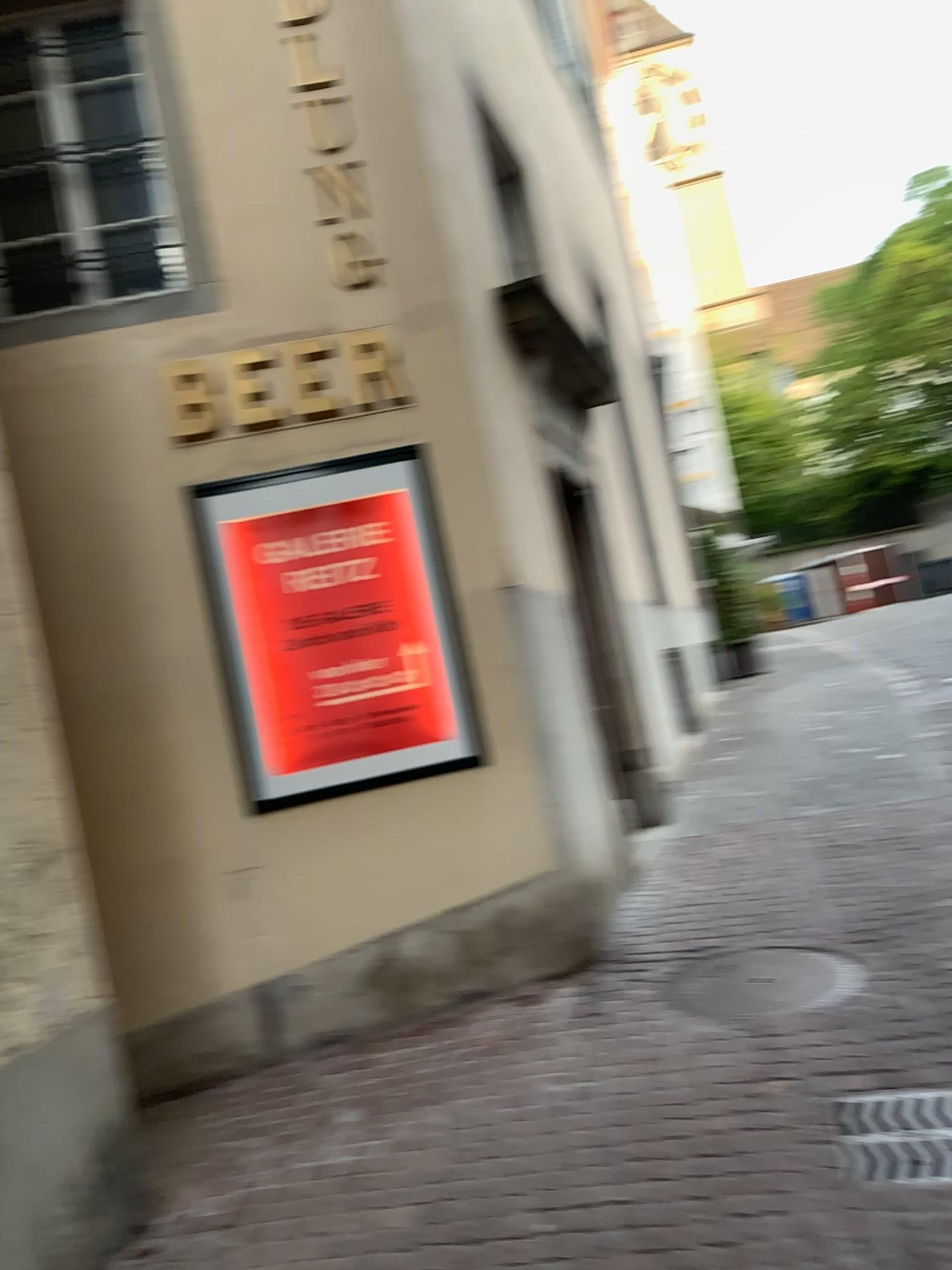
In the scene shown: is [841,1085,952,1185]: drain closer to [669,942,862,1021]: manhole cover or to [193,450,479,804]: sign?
[669,942,862,1021]: manhole cover

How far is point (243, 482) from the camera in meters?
4.6 m

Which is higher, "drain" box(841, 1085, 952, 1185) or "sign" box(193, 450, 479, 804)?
"sign" box(193, 450, 479, 804)

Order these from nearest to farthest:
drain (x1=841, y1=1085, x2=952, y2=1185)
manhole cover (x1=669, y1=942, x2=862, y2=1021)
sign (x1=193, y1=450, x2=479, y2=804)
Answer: drain (x1=841, y1=1085, x2=952, y2=1185) < manhole cover (x1=669, y1=942, x2=862, y2=1021) < sign (x1=193, y1=450, x2=479, y2=804)

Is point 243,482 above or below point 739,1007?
above

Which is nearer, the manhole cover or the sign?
the manhole cover

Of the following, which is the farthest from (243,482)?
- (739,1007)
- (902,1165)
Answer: (902,1165)

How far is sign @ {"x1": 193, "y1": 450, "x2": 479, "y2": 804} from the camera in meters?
4.6

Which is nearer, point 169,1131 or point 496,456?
point 169,1131

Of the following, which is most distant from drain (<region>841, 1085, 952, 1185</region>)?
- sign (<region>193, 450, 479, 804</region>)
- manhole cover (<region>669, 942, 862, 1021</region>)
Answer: Answer: sign (<region>193, 450, 479, 804</region>)
